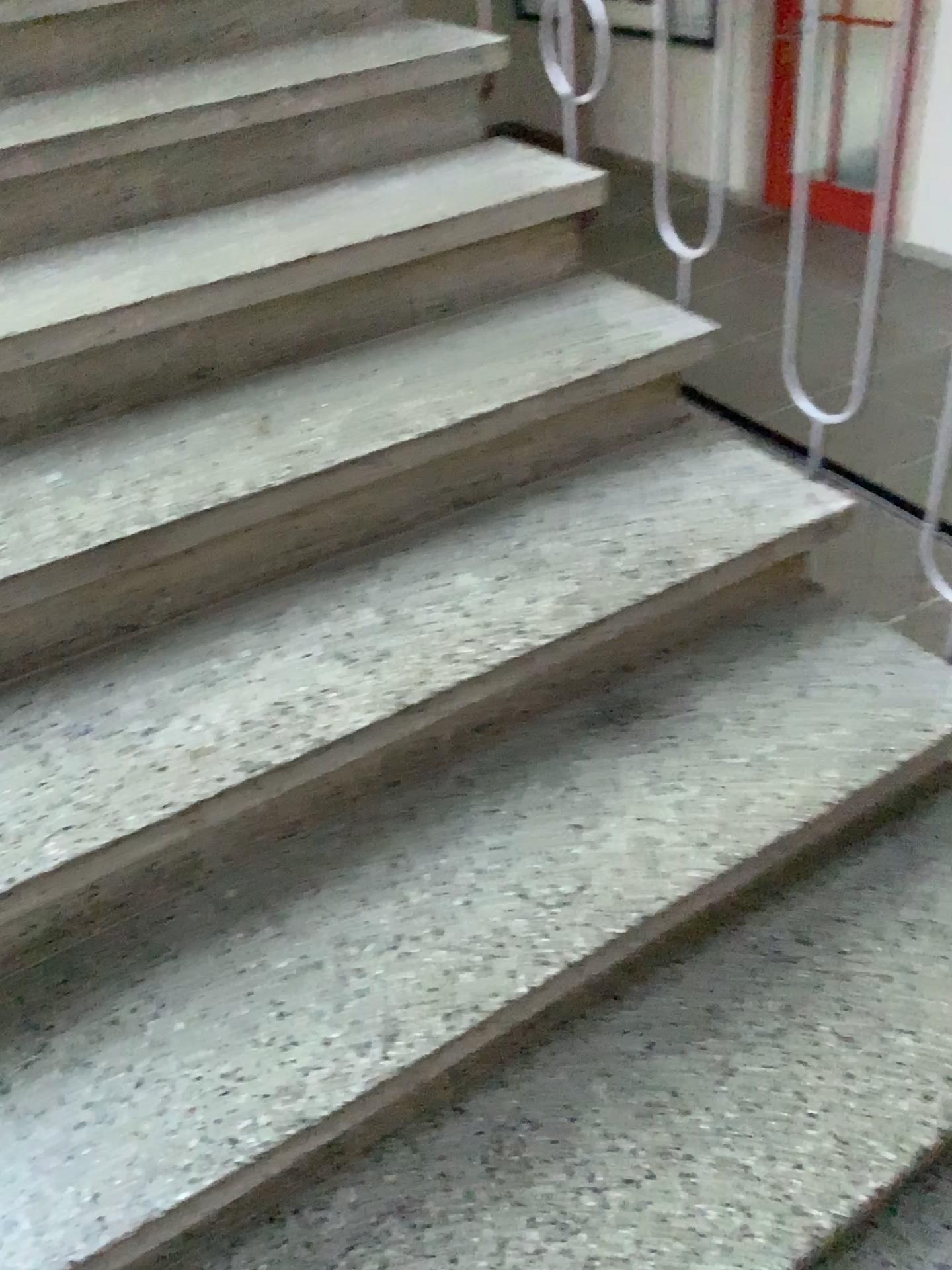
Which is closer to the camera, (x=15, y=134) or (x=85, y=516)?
(x=85, y=516)

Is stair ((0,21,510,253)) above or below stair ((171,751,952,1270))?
above

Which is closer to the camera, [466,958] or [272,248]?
[466,958]

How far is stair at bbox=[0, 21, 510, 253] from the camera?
1.62m

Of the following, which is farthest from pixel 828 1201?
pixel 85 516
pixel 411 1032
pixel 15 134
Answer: pixel 15 134

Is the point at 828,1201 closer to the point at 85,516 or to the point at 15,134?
the point at 85,516

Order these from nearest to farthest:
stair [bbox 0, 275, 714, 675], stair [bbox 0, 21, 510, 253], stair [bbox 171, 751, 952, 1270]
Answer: stair [bbox 171, 751, 952, 1270] < stair [bbox 0, 275, 714, 675] < stair [bbox 0, 21, 510, 253]

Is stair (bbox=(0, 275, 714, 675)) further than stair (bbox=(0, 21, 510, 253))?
No

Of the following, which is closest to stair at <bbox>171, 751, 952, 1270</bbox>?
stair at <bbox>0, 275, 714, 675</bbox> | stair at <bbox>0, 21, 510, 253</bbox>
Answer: stair at <bbox>0, 275, 714, 675</bbox>

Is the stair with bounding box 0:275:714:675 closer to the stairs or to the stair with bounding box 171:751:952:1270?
the stairs
